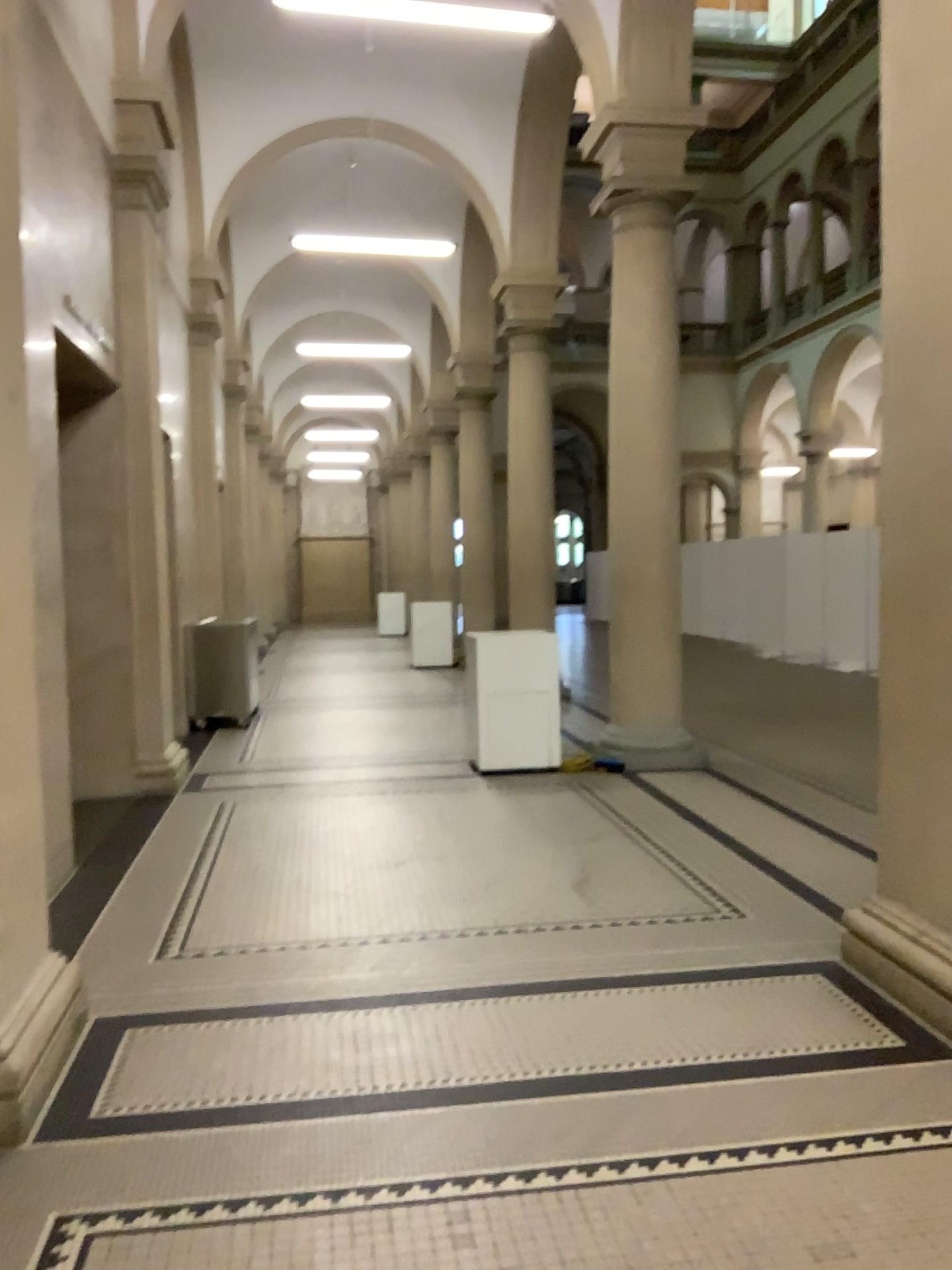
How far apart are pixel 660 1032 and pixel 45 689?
2.2 meters

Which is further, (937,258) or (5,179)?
(937,258)

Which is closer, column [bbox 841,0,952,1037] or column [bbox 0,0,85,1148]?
column [bbox 0,0,85,1148]
